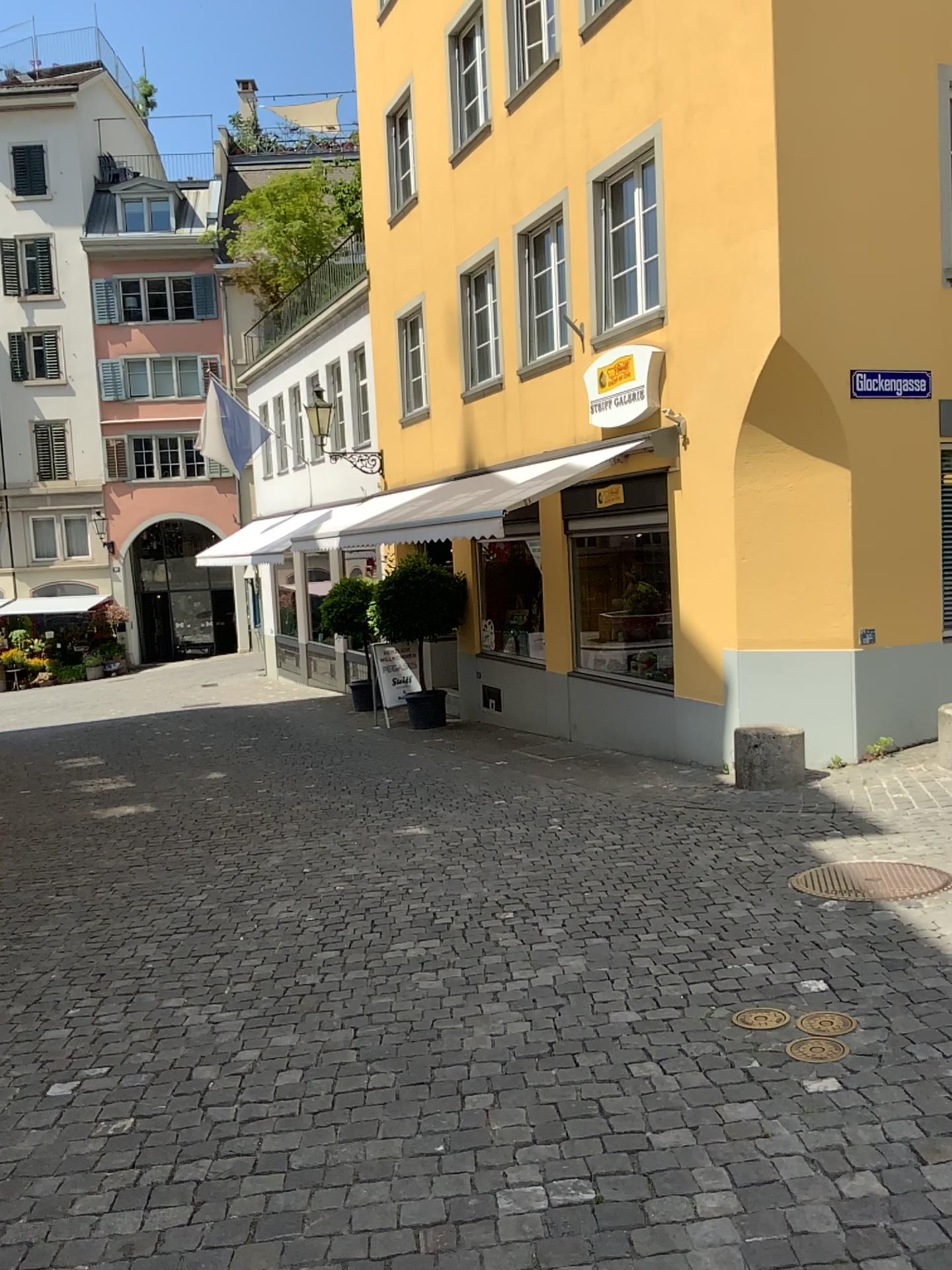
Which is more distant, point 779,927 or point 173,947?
point 173,947
